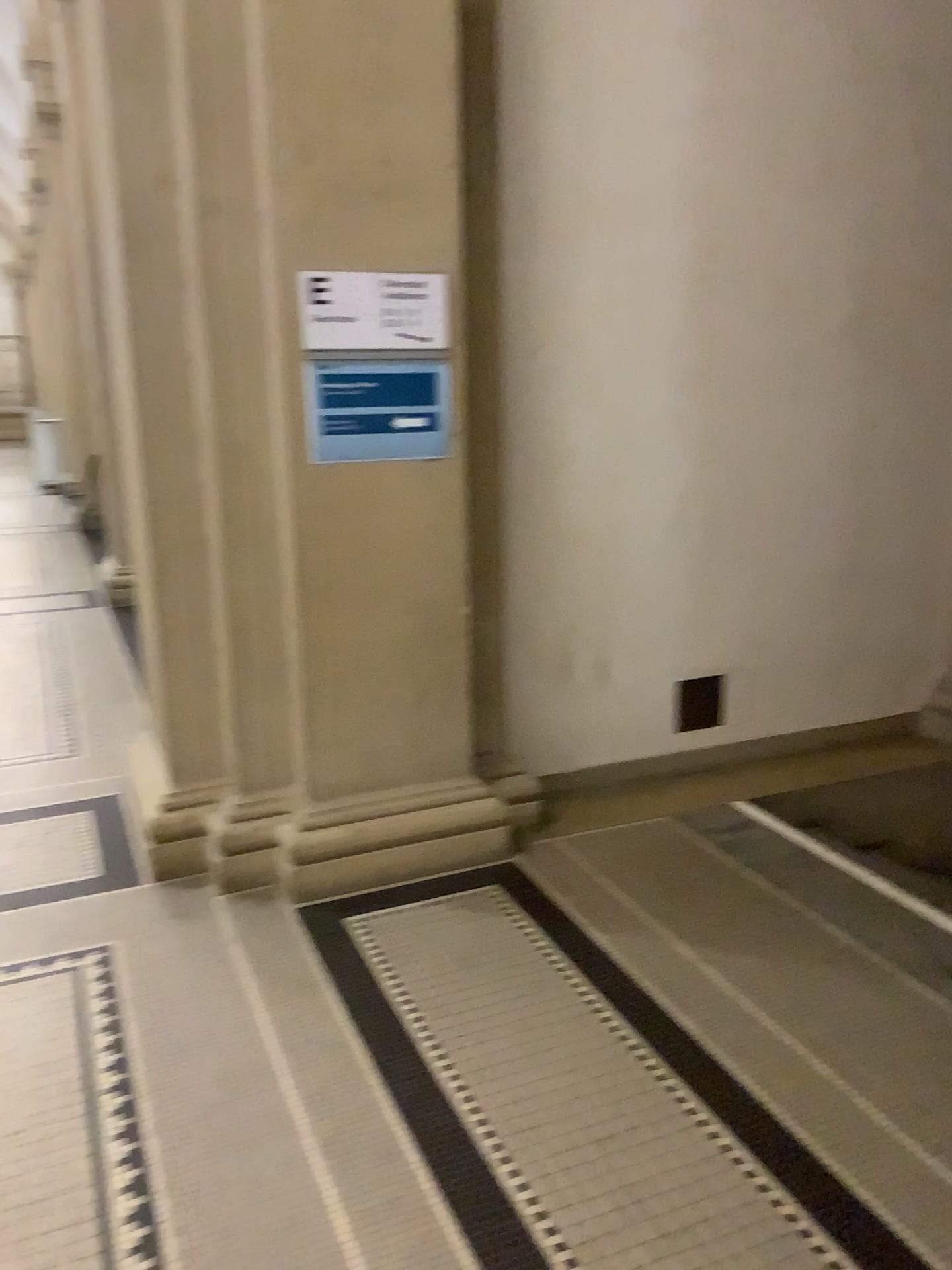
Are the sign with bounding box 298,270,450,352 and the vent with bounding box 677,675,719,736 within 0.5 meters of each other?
no

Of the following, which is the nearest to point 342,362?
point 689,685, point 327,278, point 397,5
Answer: point 327,278

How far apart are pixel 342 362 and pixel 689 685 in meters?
1.9

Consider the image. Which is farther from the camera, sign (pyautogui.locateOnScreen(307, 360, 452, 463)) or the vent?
the vent

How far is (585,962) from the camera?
2.81m

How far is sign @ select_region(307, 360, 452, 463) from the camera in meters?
3.0 m

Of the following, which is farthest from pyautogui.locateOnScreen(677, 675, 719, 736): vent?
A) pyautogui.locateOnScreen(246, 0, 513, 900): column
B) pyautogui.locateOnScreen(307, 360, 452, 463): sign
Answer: pyautogui.locateOnScreen(307, 360, 452, 463): sign

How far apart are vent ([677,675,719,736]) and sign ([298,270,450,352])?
1.7 meters

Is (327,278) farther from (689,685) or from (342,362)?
(689,685)

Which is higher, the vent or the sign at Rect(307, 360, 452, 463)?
the sign at Rect(307, 360, 452, 463)
